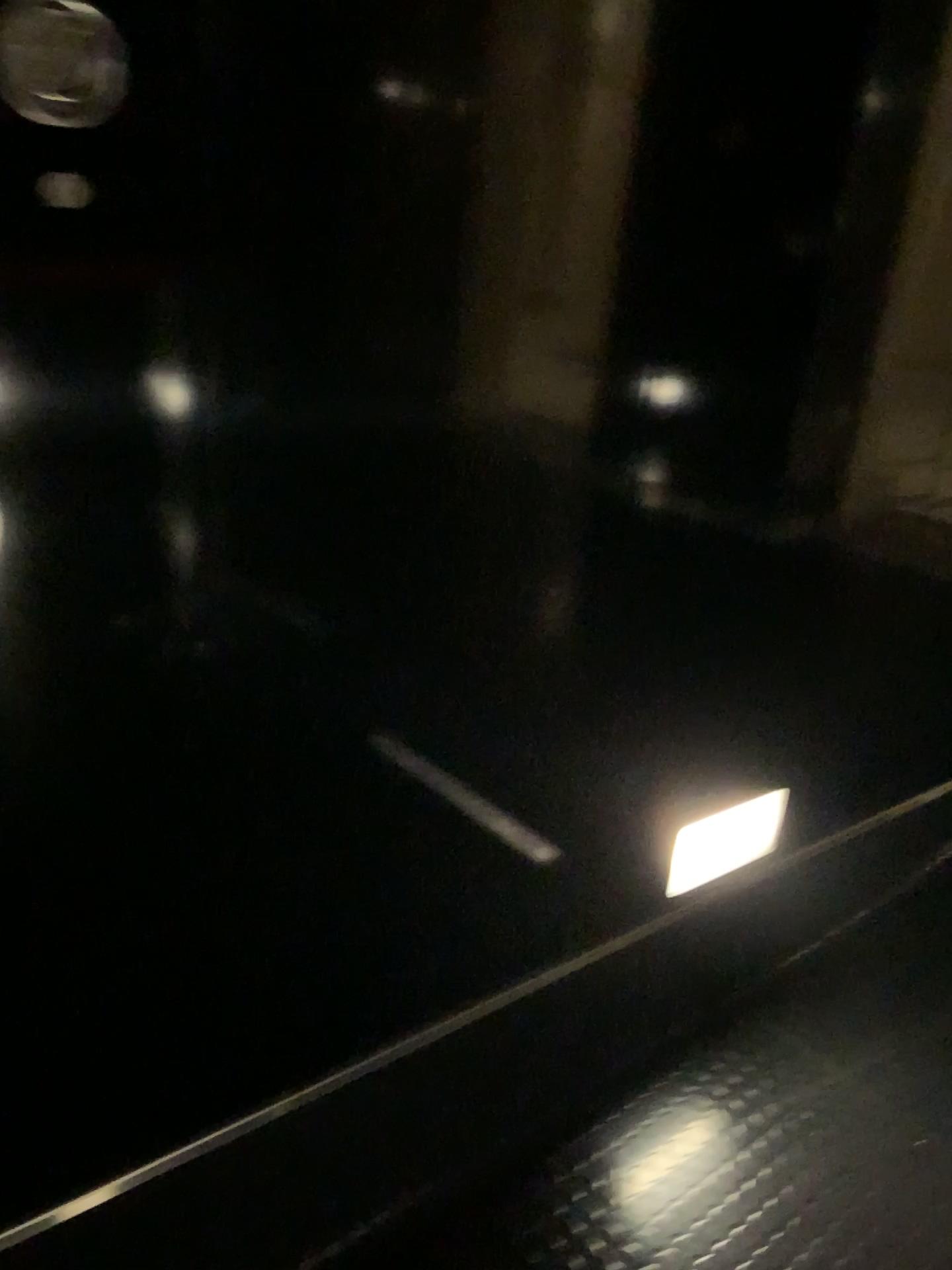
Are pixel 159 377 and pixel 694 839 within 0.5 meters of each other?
no

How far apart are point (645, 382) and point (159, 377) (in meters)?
0.56

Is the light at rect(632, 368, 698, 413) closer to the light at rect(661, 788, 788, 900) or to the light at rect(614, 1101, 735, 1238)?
the light at rect(661, 788, 788, 900)

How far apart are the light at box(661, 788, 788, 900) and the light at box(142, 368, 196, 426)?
1.03m

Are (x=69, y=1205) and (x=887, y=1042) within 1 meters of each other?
no

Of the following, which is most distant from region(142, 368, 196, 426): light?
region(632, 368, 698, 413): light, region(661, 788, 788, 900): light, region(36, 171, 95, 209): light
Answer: region(661, 788, 788, 900): light

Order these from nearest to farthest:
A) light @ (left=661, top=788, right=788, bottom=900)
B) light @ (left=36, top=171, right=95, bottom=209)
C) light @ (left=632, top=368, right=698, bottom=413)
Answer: light @ (left=36, top=171, right=95, bottom=209)
light @ (left=632, top=368, right=698, bottom=413)
light @ (left=661, top=788, right=788, bottom=900)

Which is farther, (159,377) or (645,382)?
(645,382)

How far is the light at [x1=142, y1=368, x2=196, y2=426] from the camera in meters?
0.8 m

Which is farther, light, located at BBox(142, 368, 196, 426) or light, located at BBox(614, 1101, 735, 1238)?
light, located at BBox(614, 1101, 735, 1238)
